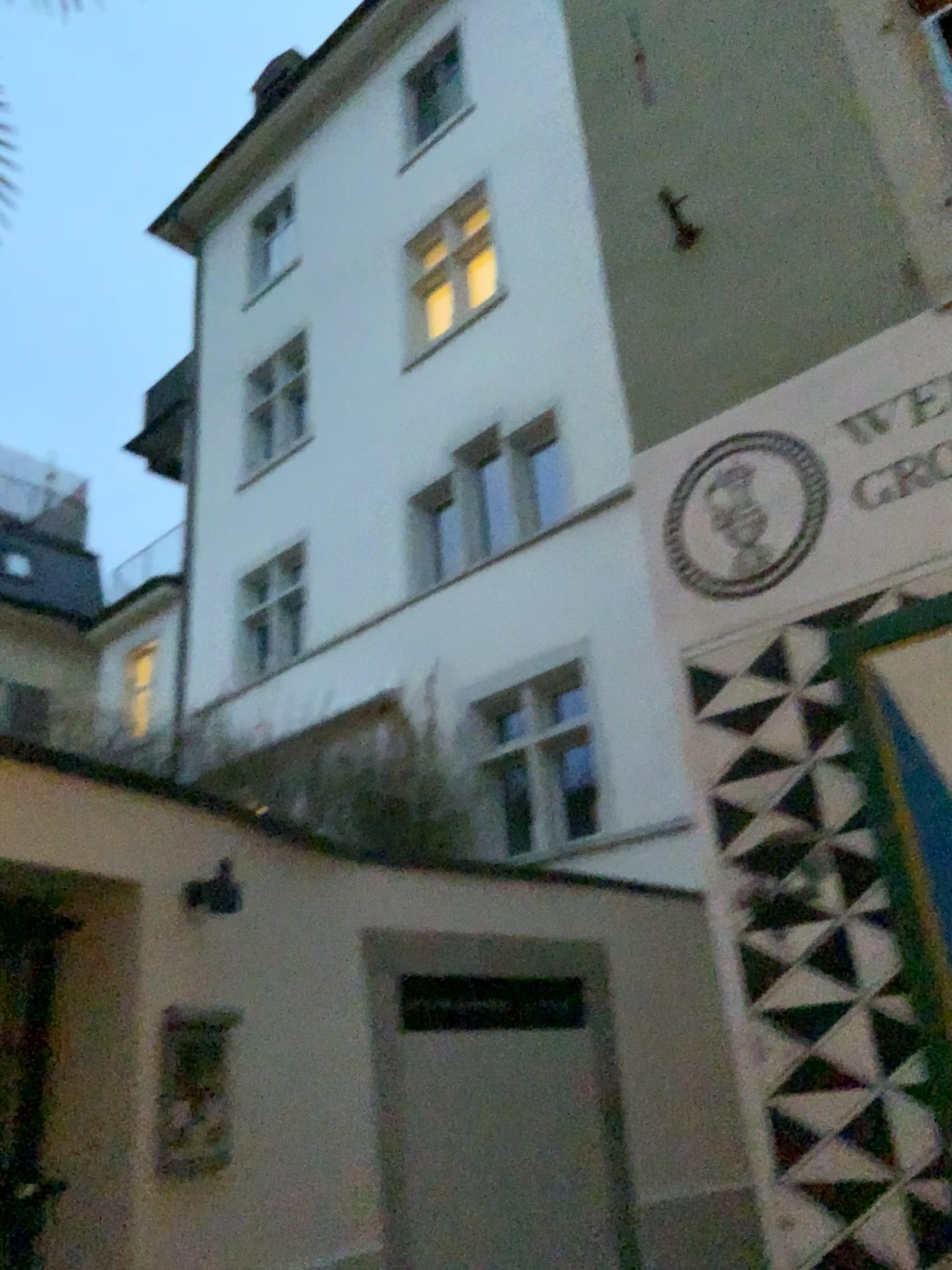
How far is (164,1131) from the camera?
3.9m

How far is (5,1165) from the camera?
3.9 meters

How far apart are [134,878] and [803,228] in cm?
376

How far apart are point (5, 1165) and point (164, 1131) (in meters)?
0.57

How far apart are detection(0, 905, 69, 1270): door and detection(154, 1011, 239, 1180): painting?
0.4m

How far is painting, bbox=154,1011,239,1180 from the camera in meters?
3.9 m

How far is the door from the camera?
3.9 meters
